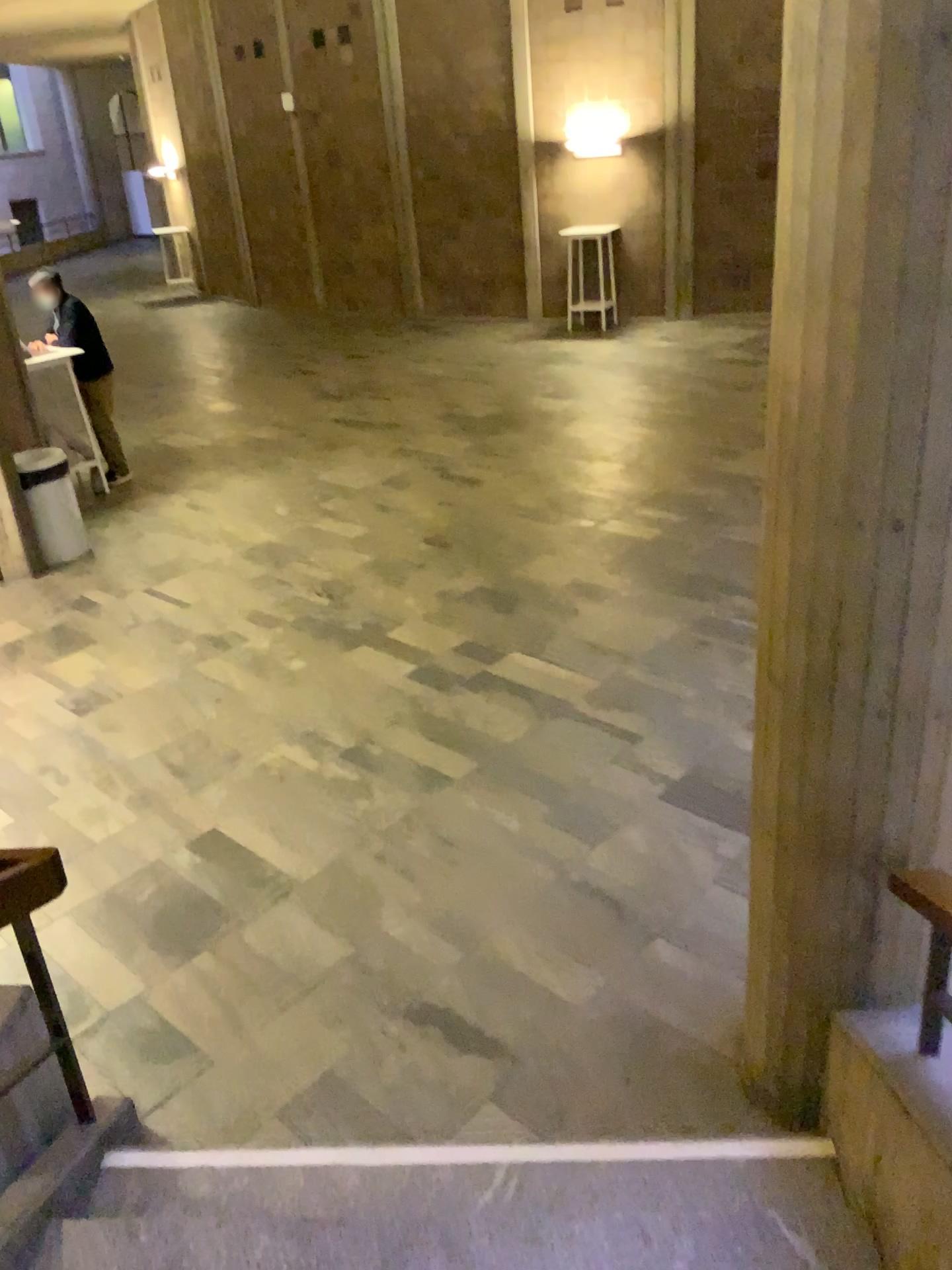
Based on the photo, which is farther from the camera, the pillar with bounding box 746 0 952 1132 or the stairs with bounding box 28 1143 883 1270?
the stairs with bounding box 28 1143 883 1270

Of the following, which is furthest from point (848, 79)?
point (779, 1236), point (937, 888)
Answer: point (779, 1236)

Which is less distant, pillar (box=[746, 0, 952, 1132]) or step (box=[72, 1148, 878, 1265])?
pillar (box=[746, 0, 952, 1132])

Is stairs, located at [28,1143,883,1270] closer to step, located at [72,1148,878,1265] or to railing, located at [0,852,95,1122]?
step, located at [72,1148,878,1265]

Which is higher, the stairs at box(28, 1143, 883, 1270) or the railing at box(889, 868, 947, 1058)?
the railing at box(889, 868, 947, 1058)

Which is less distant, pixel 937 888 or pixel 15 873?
pixel 937 888

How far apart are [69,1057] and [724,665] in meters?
3.6

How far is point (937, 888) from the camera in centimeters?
226cm

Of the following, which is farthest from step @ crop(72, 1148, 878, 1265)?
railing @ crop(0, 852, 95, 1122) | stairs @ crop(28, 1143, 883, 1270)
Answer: railing @ crop(0, 852, 95, 1122)

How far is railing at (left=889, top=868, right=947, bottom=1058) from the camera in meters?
2.3 m
